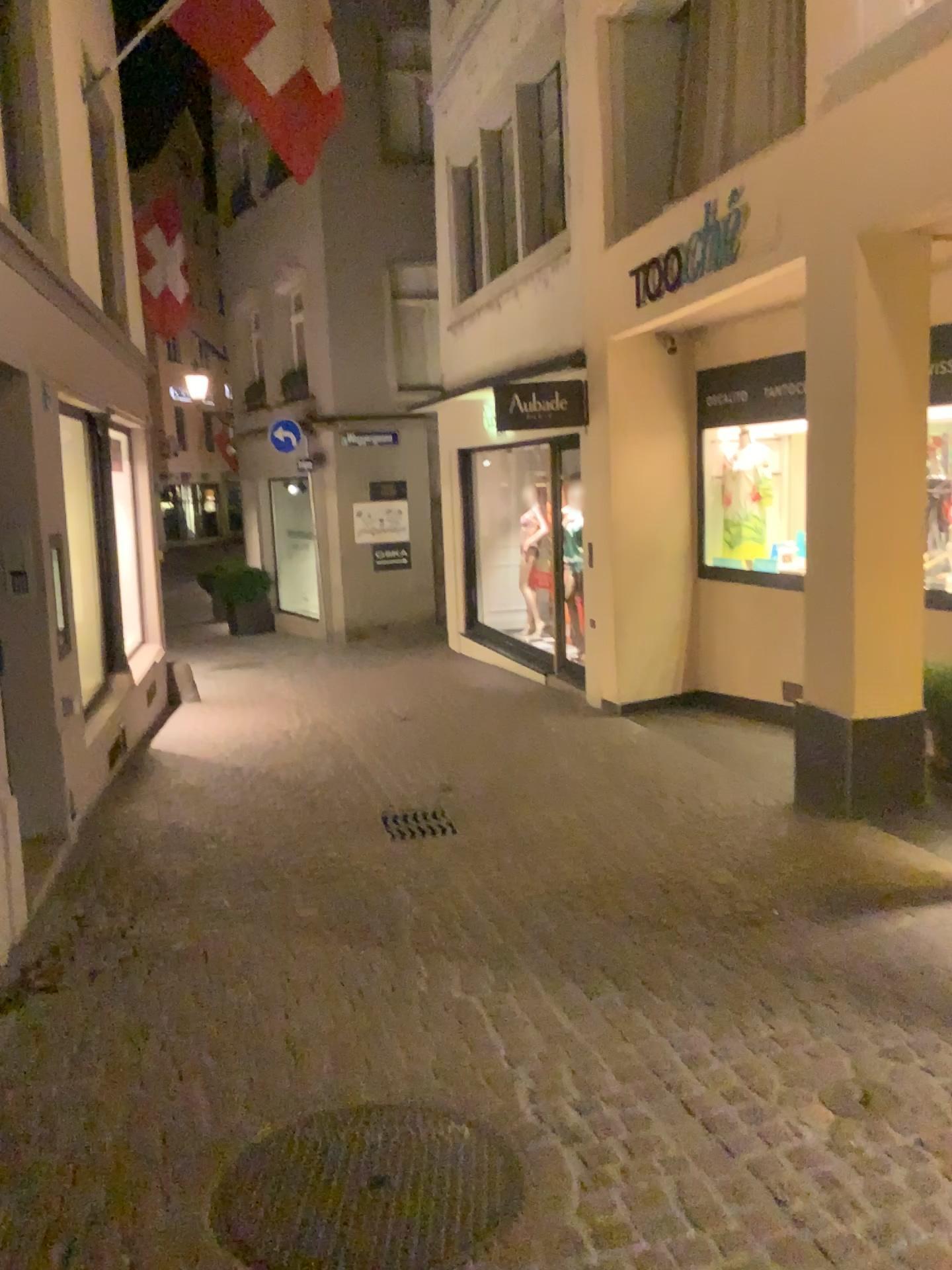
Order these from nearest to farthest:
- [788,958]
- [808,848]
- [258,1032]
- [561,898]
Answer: [258,1032] < [788,958] < [561,898] < [808,848]
